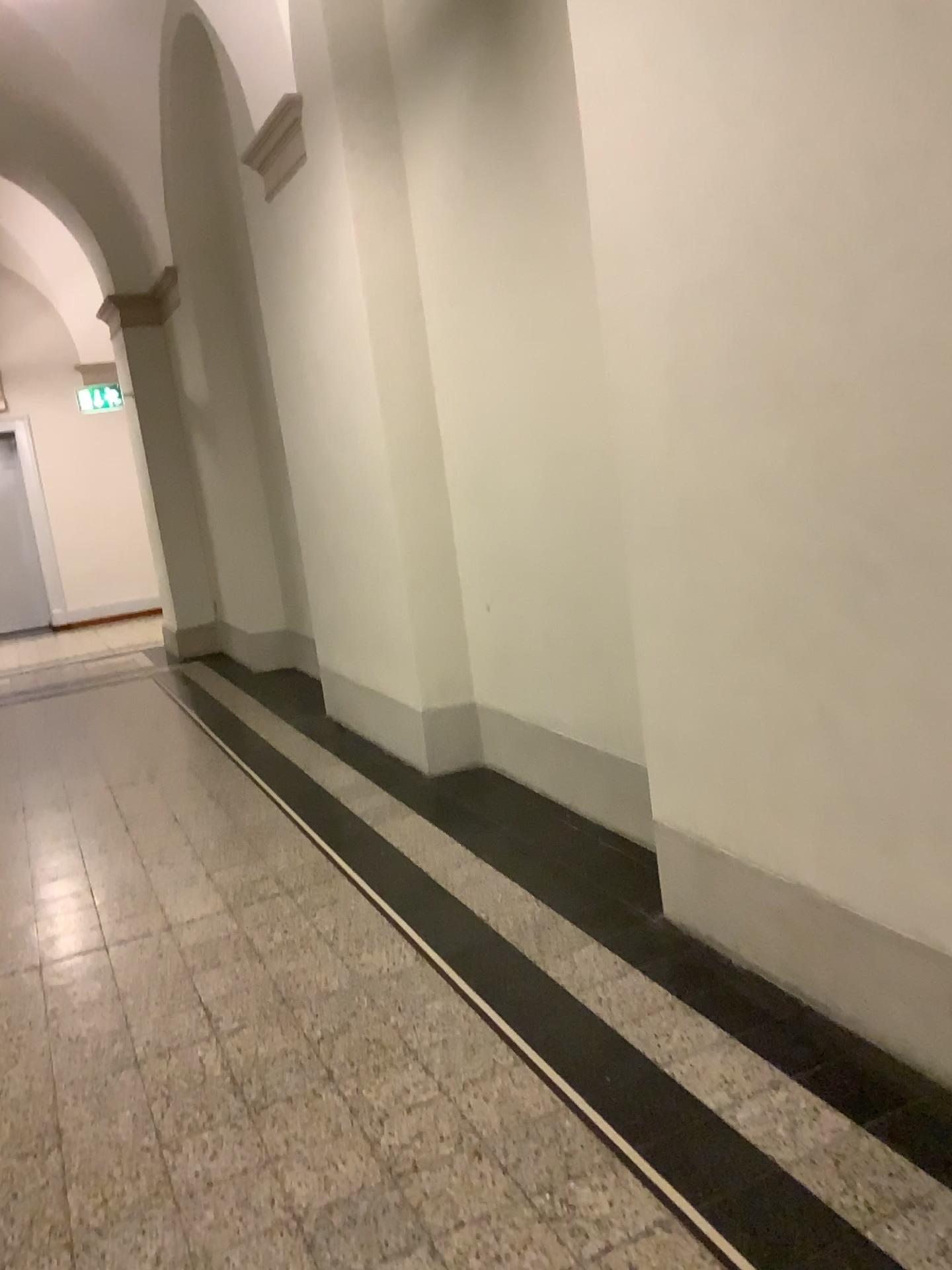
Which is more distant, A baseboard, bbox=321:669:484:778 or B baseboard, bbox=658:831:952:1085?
A baseboard, bbox=321:669:484:778

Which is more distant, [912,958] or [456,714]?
[456,714]

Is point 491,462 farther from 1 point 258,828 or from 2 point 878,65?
2 point 878,65
